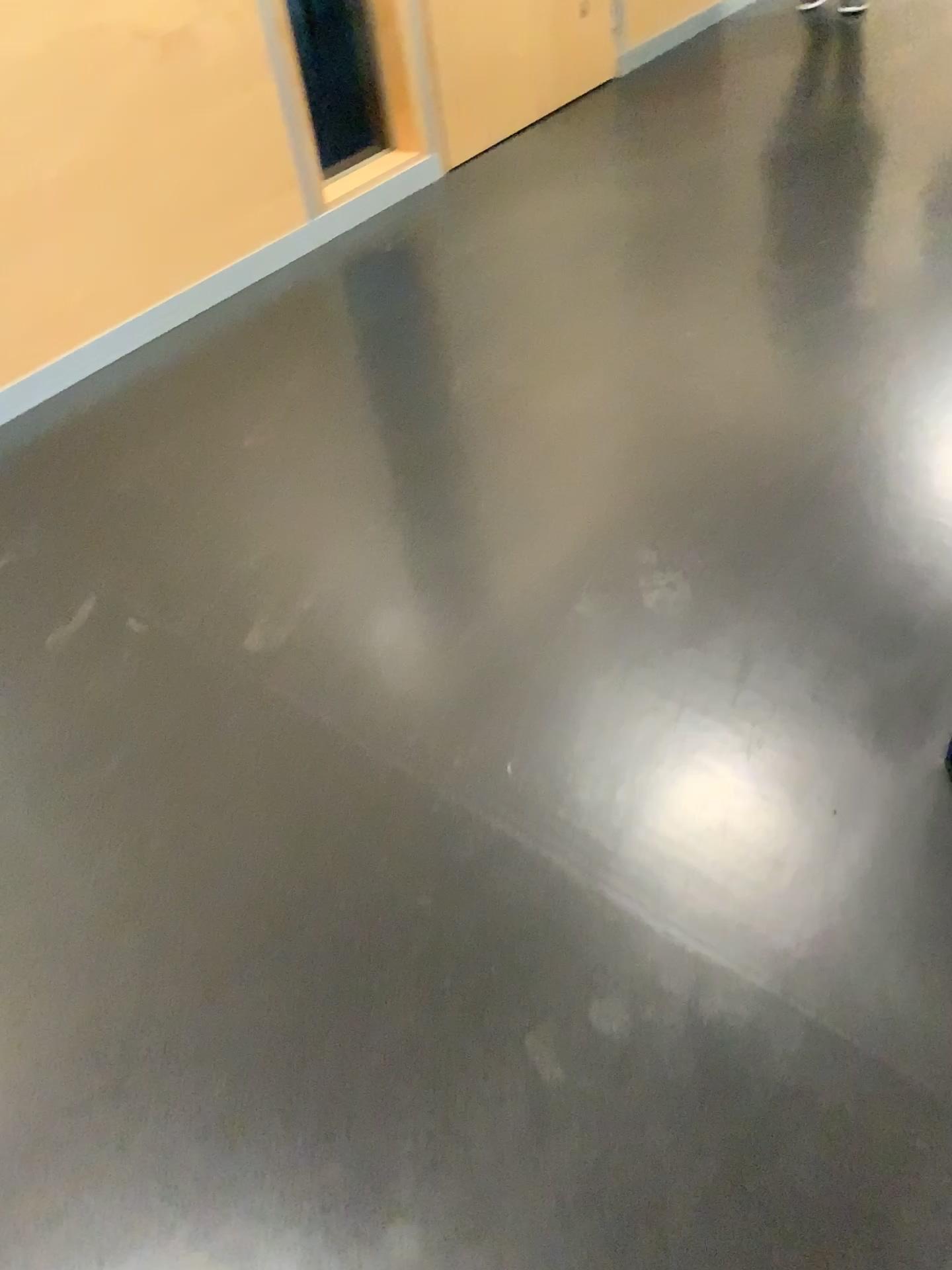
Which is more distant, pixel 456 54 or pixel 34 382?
pixel 456 54

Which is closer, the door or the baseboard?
the baseboard

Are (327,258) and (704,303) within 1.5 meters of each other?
yes
